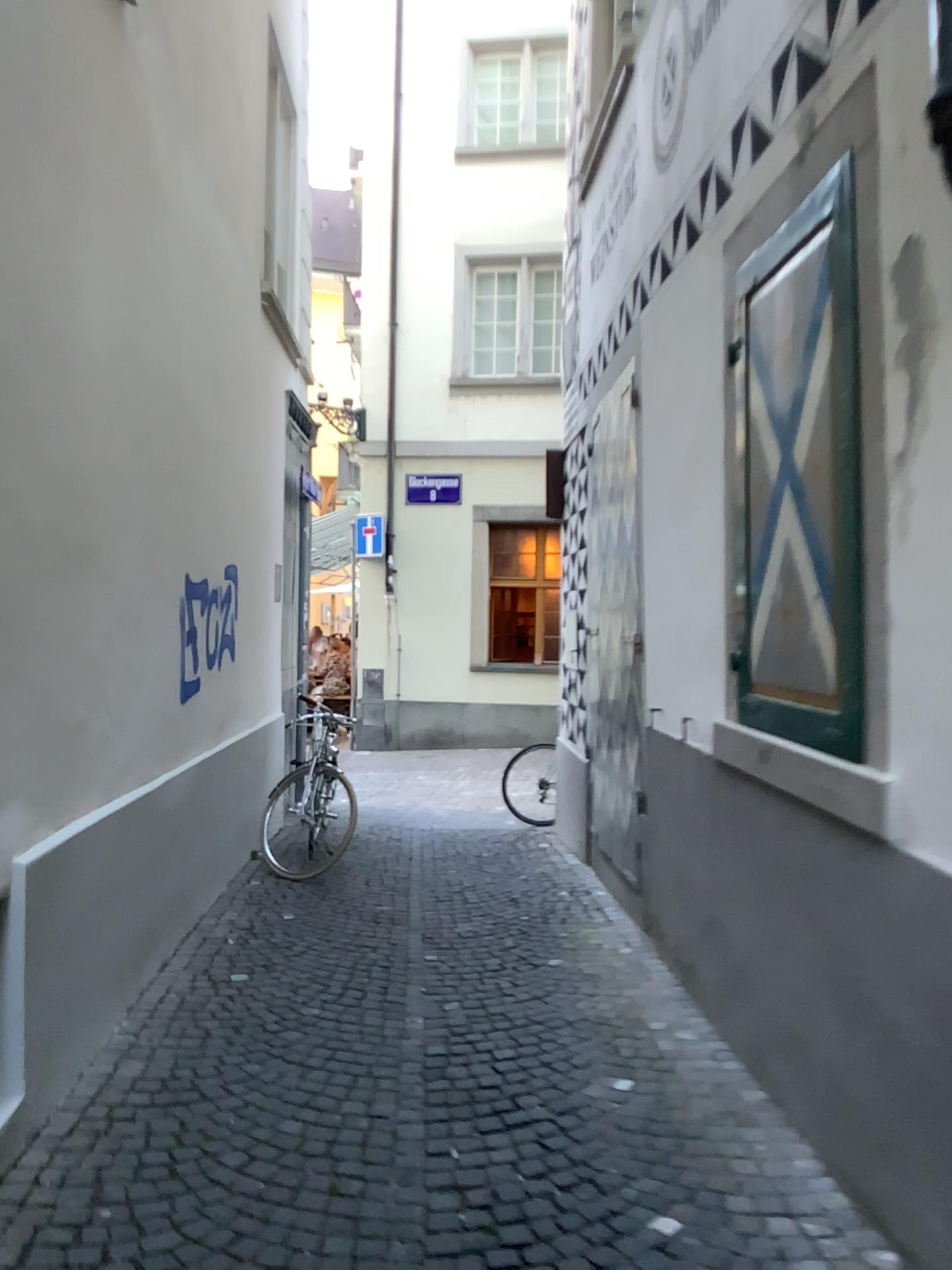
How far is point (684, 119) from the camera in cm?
407
